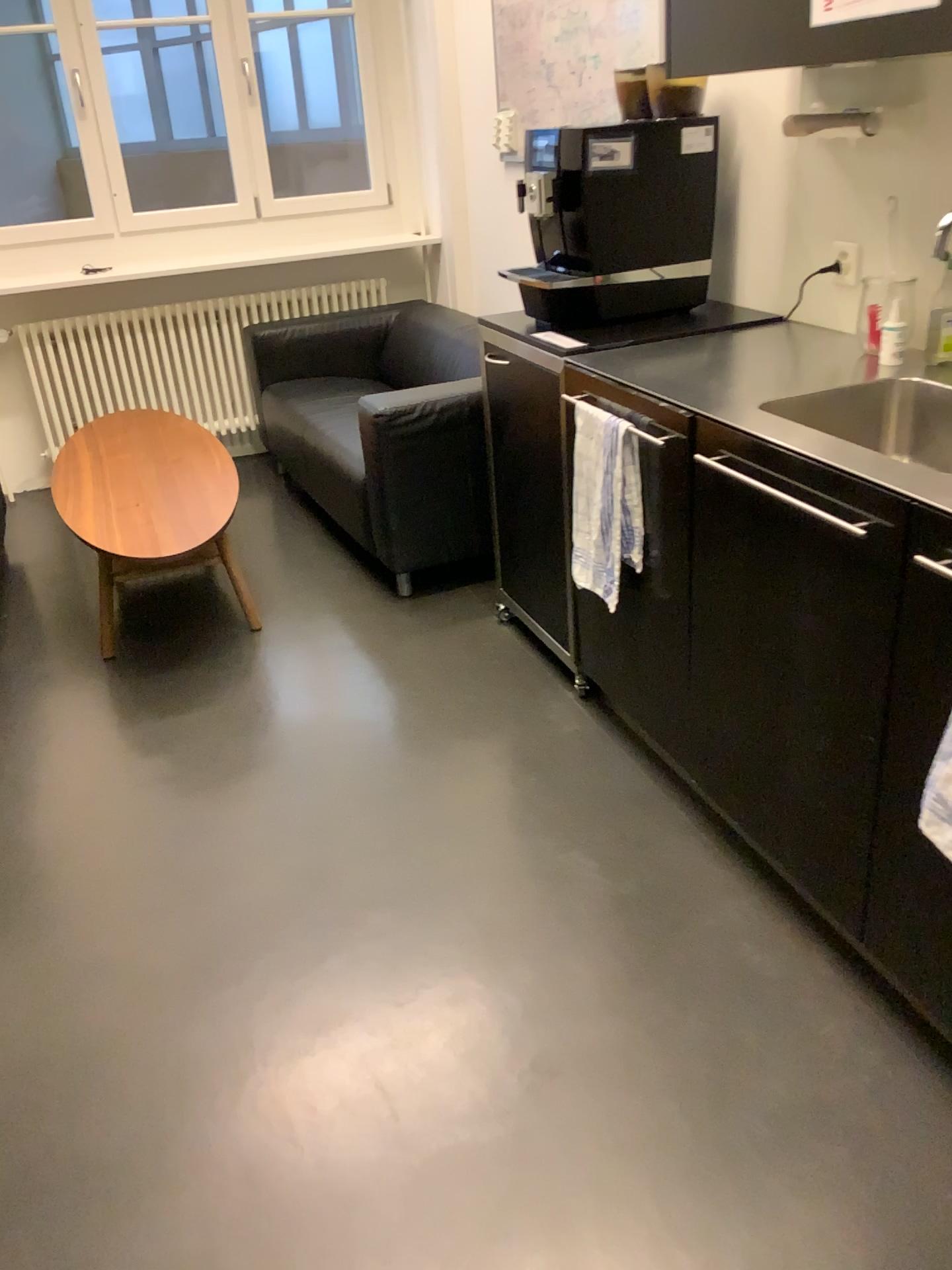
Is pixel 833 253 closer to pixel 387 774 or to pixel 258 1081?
pixel 387 774

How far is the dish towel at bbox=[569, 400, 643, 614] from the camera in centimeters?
219cm

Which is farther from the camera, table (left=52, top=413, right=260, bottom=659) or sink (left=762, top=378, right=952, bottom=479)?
table (left=52, top=413, right=260, bottom=659)

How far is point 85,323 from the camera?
4.5 meters

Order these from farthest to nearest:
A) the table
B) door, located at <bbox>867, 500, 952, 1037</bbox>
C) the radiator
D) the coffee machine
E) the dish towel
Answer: the radiator, the table, the coffee machine, the dish towel, door, located at <bbox>867, 500, 952, 1037</bbox>

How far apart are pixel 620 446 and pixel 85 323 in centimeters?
320cm

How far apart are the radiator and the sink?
3.2m

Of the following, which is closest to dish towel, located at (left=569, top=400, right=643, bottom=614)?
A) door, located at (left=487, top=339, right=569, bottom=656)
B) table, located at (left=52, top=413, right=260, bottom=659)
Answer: door, located at (left=487, top=339, right=569, bottom=656)

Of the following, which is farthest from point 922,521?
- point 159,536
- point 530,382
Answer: point 159,536

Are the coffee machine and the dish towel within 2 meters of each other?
yes
